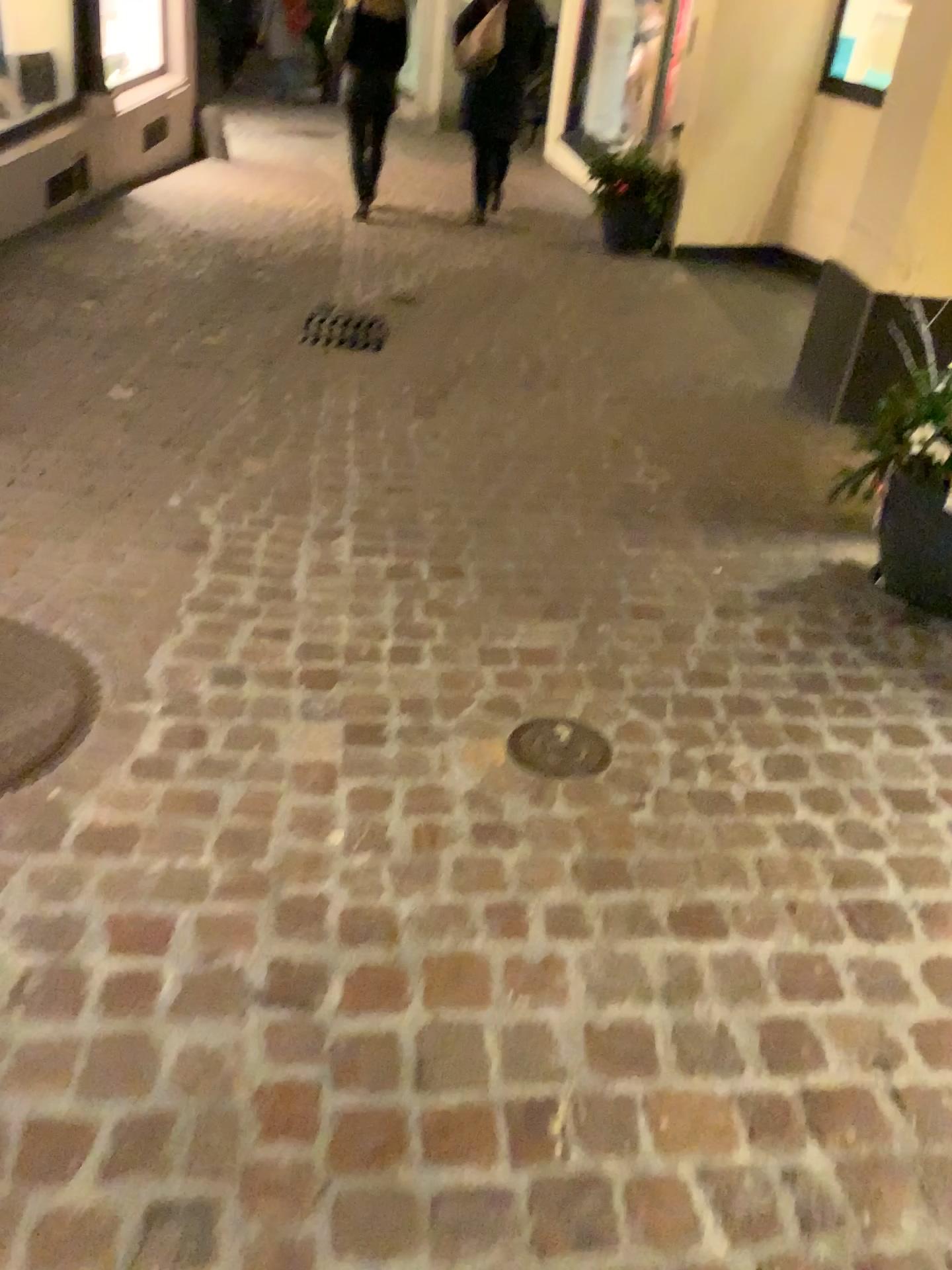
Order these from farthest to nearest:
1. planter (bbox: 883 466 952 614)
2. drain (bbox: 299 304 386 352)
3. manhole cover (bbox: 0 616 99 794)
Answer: drain (bbox: 299 304 386 352), planter (bbox: 883 466 952 614), manhole cover (bbox: 0 616 99 794)

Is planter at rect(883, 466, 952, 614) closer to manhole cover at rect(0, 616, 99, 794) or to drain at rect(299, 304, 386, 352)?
manhole cover at rect(0, 616, 99, 794)

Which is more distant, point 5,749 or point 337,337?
point 337,337

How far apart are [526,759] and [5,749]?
1.0m

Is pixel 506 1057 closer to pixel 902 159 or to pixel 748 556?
pixel 748 556

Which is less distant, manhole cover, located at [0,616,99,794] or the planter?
manhole cover, located at [0,616,99,794]

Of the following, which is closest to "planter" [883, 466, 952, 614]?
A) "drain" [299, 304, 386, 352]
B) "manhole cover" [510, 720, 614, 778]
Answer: "manhole cover" [510, 720, 614, 778]

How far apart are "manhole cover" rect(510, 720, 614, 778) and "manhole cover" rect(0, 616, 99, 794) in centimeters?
82cm

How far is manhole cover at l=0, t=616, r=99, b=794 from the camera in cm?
189

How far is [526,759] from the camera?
2.0m
